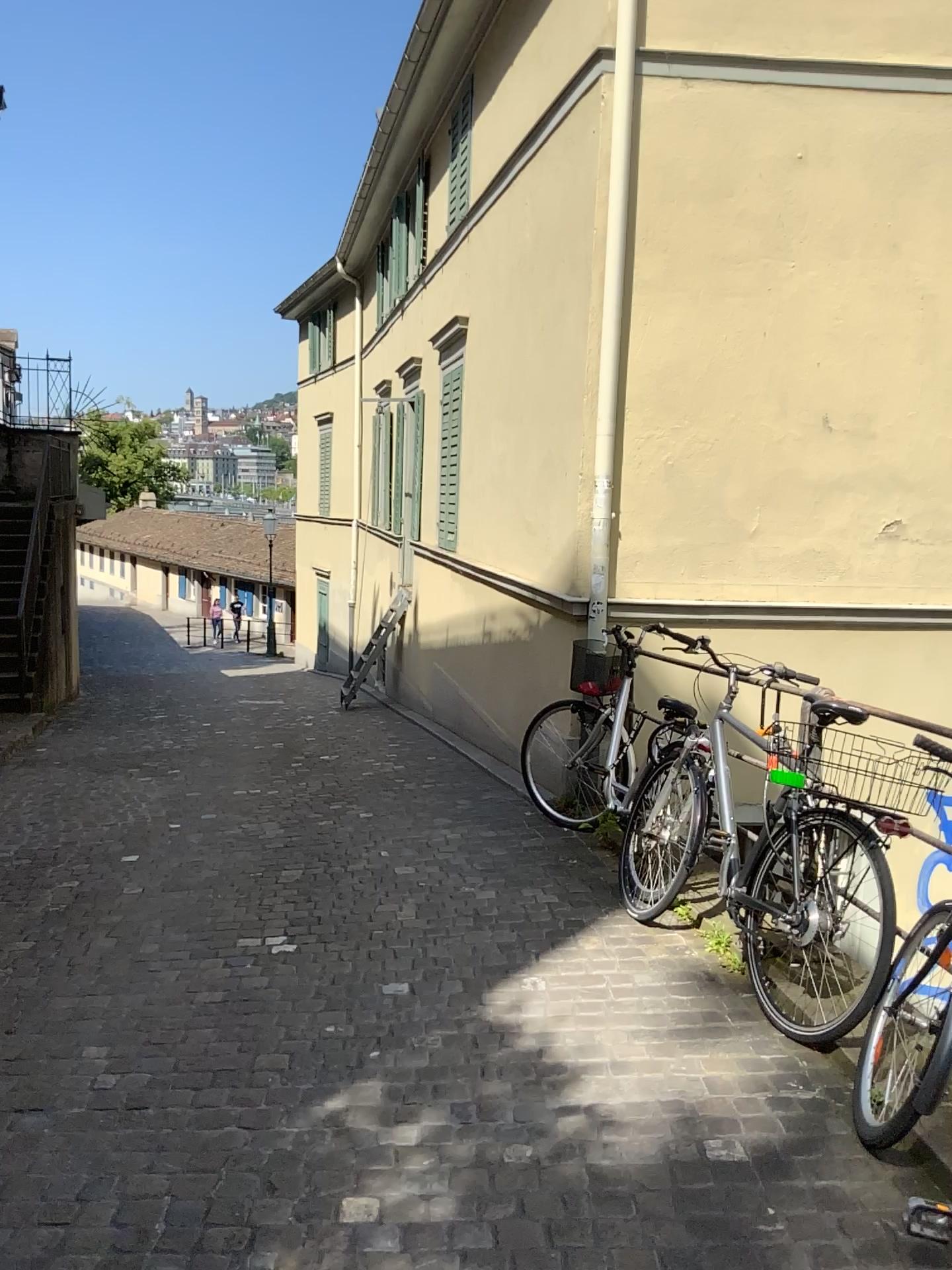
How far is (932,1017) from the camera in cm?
261

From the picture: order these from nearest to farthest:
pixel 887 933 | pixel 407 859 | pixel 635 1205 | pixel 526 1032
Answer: pixel 635 1205, pixel 887 933, pixel 526 1032, pixel 407 859

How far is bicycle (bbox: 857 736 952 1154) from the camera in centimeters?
261cm
